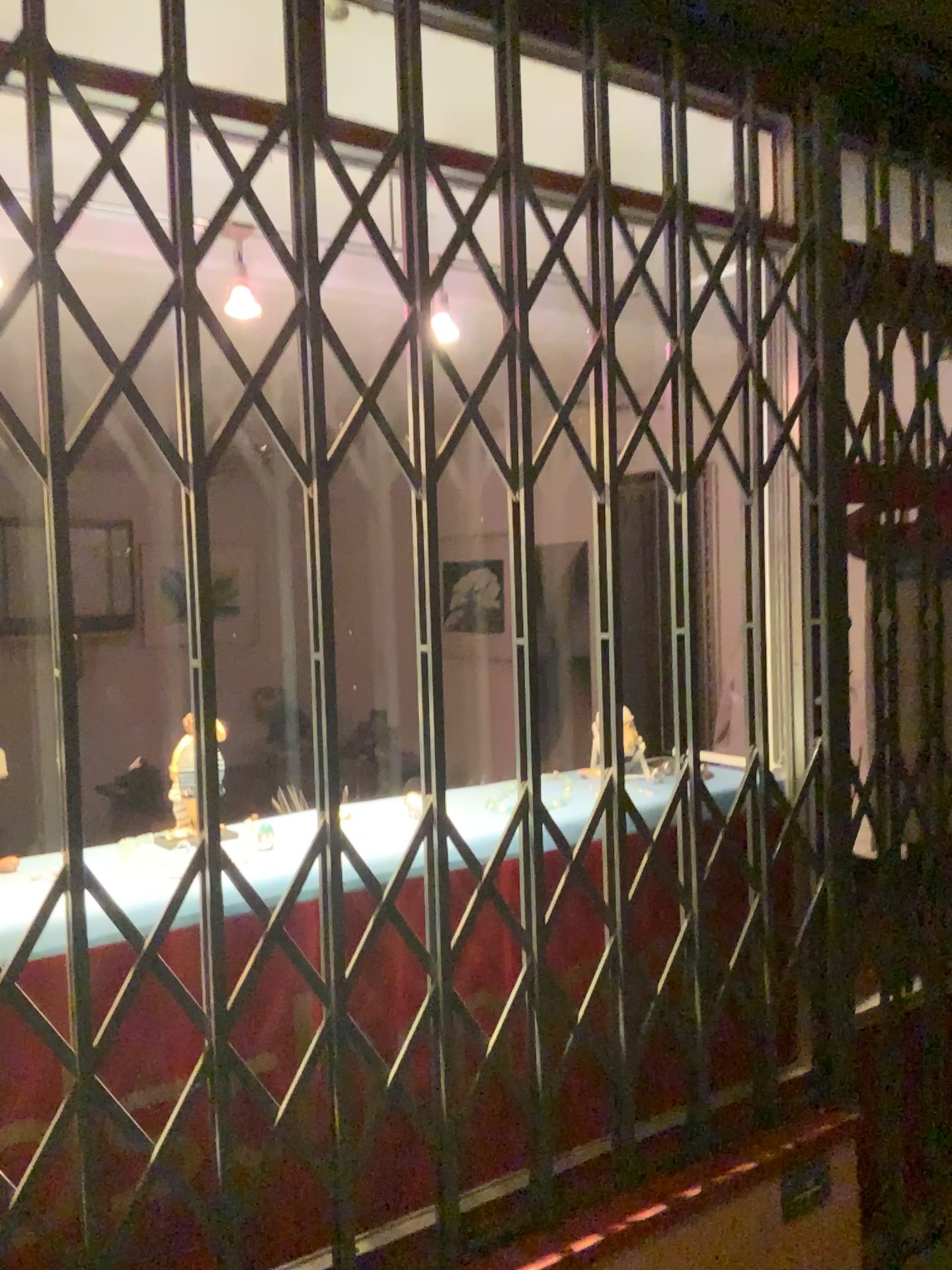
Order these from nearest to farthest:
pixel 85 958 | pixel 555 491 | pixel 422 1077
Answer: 1. pixel 85 958
2. pixel 422 1077
3. pixel 555 491

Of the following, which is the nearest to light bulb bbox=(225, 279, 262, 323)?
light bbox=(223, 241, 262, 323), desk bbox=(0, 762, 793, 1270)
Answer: light bbox=(223, 241, 262, 323)

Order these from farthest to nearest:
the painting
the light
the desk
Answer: the painting < the light < the desk

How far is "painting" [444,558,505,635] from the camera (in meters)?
4.19

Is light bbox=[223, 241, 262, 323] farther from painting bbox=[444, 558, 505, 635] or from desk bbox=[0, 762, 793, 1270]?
painting bbox=[444, 558, 505, 635]

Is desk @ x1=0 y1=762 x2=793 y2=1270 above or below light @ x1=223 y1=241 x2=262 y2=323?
below

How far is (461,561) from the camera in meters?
4.2

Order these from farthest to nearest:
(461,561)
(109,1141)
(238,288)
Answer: (461,561) → (238,288) → (109,1141)

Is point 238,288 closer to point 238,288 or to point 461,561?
point 238,288

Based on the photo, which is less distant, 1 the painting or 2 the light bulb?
2 the light bulb
